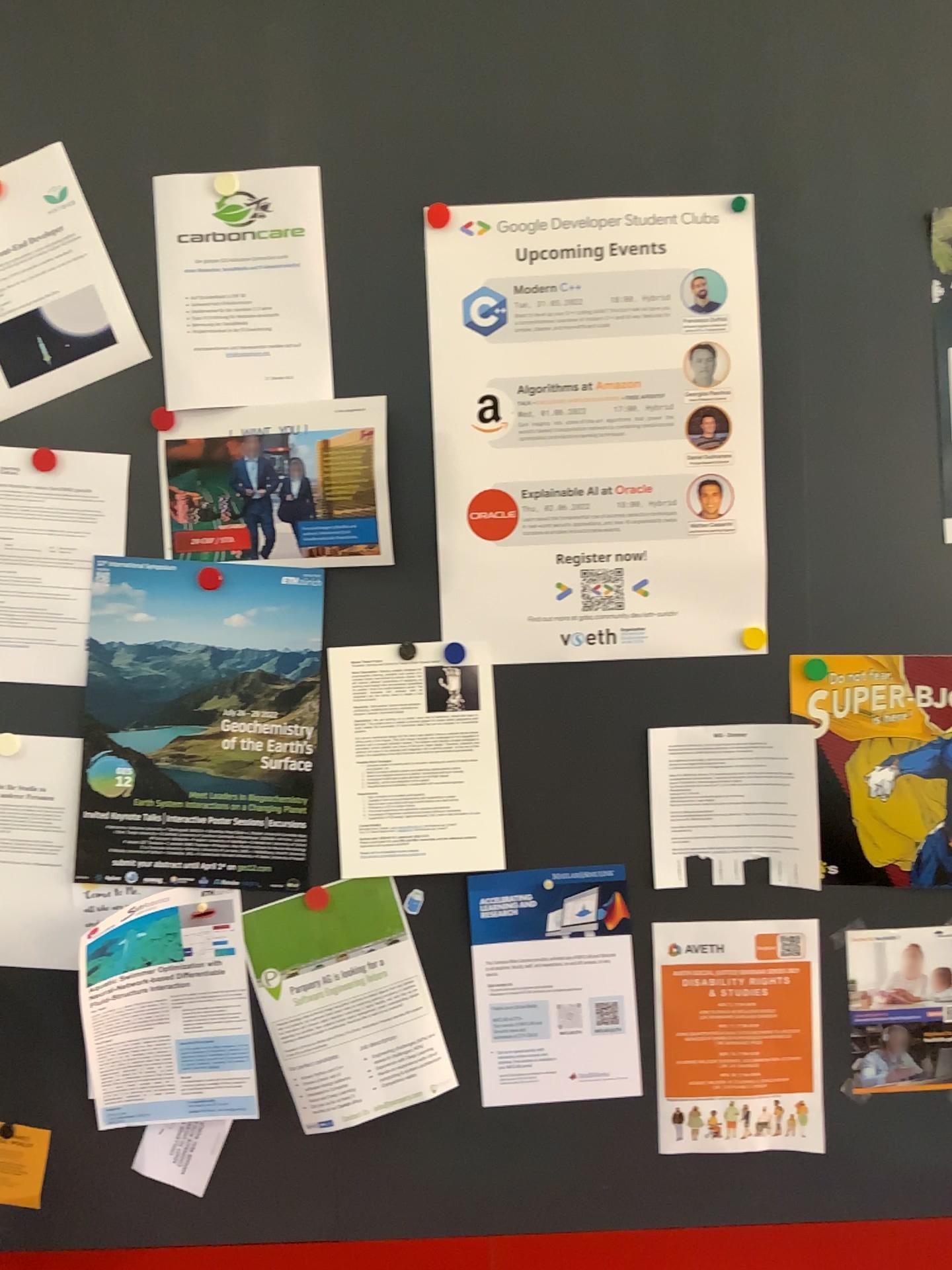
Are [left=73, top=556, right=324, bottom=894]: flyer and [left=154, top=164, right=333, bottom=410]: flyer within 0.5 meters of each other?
yes

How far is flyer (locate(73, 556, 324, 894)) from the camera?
1.3 meters

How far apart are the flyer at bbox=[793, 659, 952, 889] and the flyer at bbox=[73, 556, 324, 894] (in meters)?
0.62

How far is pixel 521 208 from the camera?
1.3 meters

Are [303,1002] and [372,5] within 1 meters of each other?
no

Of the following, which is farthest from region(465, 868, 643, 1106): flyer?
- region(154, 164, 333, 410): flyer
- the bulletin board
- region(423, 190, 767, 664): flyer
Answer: region(154, 164, 333, 410): flyer

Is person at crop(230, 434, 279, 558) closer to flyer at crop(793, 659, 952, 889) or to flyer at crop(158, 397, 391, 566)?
flyer at crop(158, 397, 391, 566)

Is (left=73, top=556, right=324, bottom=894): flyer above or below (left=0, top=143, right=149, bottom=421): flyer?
below

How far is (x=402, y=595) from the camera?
1.4m

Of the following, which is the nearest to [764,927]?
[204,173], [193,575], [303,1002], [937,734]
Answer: [937,734]
